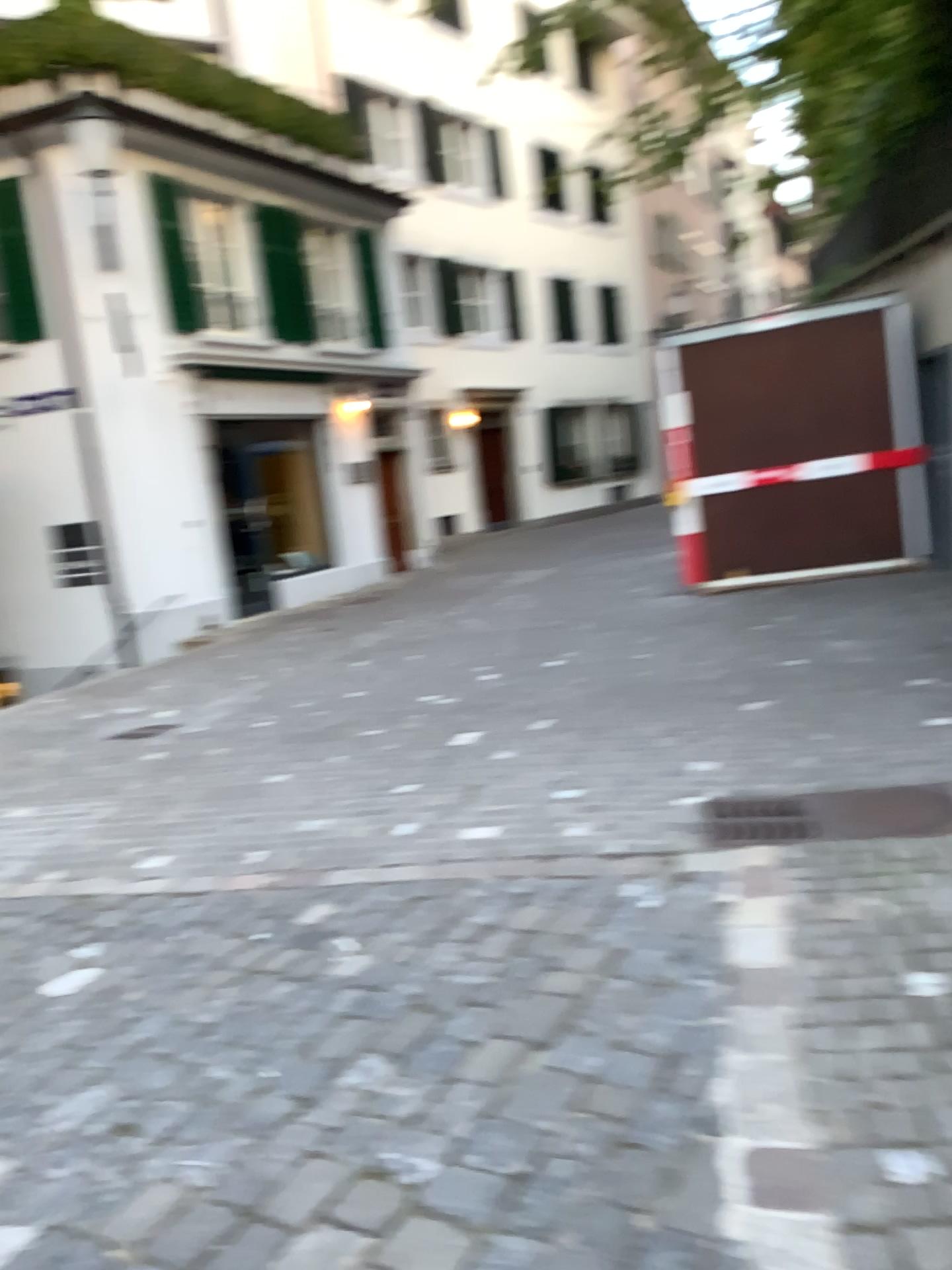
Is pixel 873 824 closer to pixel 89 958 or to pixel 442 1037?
pixel 442 1037
